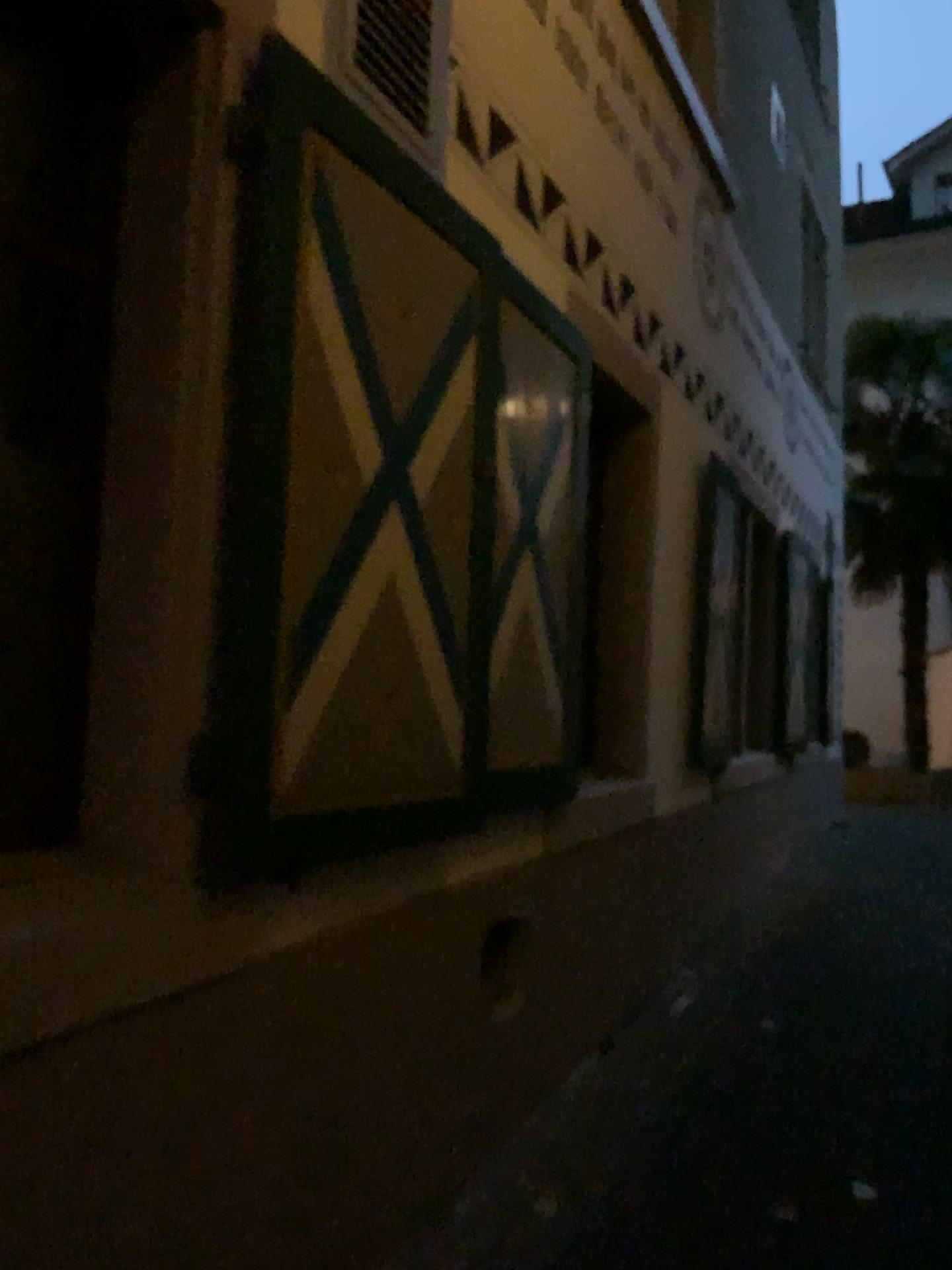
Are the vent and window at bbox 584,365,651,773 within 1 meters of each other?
no

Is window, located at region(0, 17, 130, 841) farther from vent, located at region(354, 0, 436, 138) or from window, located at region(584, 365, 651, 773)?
window, located at region(584, 365, 651, 773)

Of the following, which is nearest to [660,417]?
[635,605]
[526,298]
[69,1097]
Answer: [635,605]

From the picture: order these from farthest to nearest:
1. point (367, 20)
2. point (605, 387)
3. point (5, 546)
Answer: point (605, 387) < point (367, 20) < point (5, 546)

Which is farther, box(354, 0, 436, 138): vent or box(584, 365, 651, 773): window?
box(584, 365, 651, 773): window

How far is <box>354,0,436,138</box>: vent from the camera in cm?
239

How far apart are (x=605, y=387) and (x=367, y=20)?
1.9 meters

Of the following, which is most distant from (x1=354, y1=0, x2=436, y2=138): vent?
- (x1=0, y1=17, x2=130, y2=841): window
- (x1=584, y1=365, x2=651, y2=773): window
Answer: (x1=584, y1=365, x2=651, y2=773): window

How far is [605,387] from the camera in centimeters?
405cm

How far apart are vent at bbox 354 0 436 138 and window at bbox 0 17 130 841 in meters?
0.6 m
